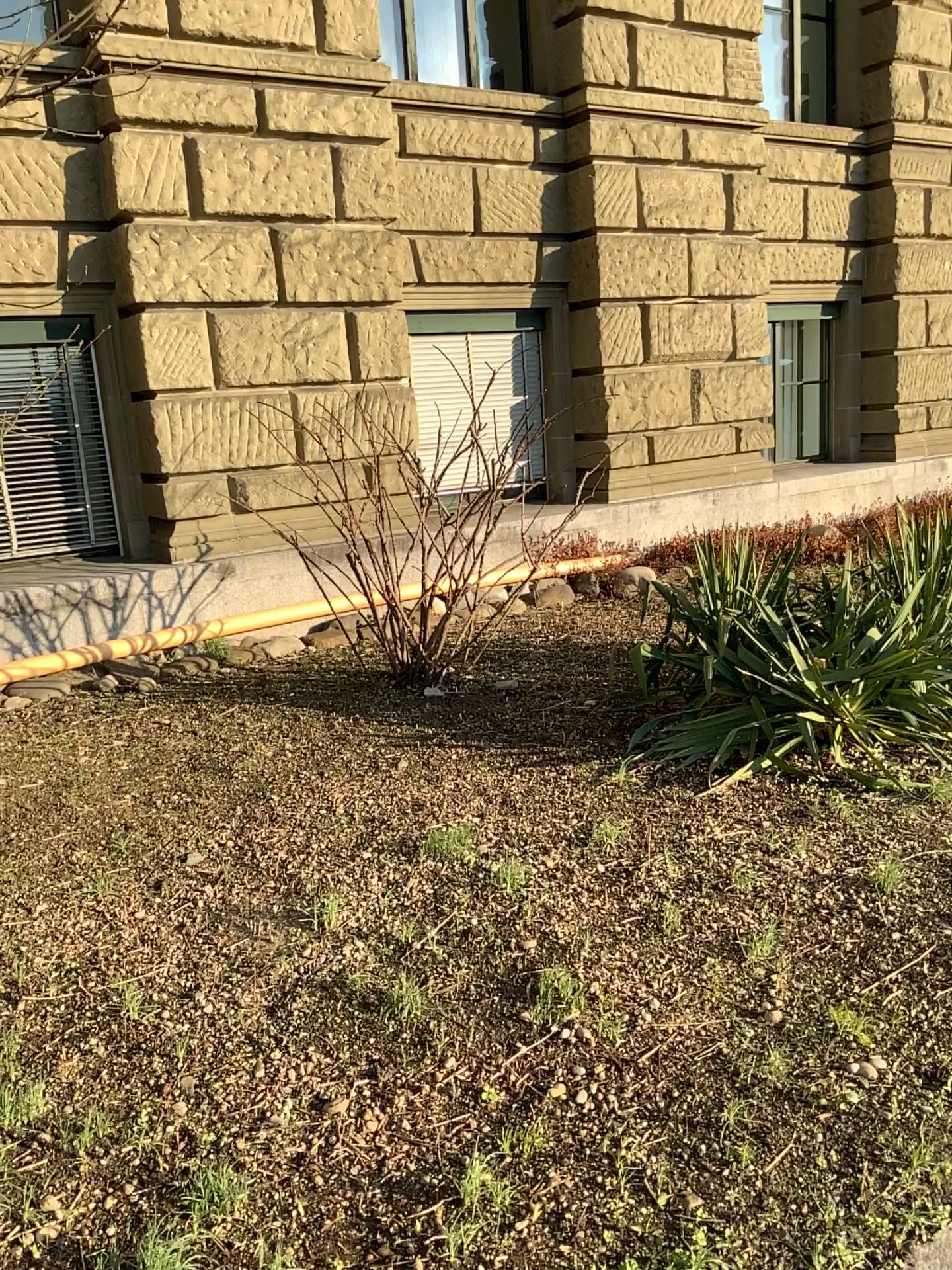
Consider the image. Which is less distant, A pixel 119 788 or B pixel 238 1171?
B pixel 238 1171
